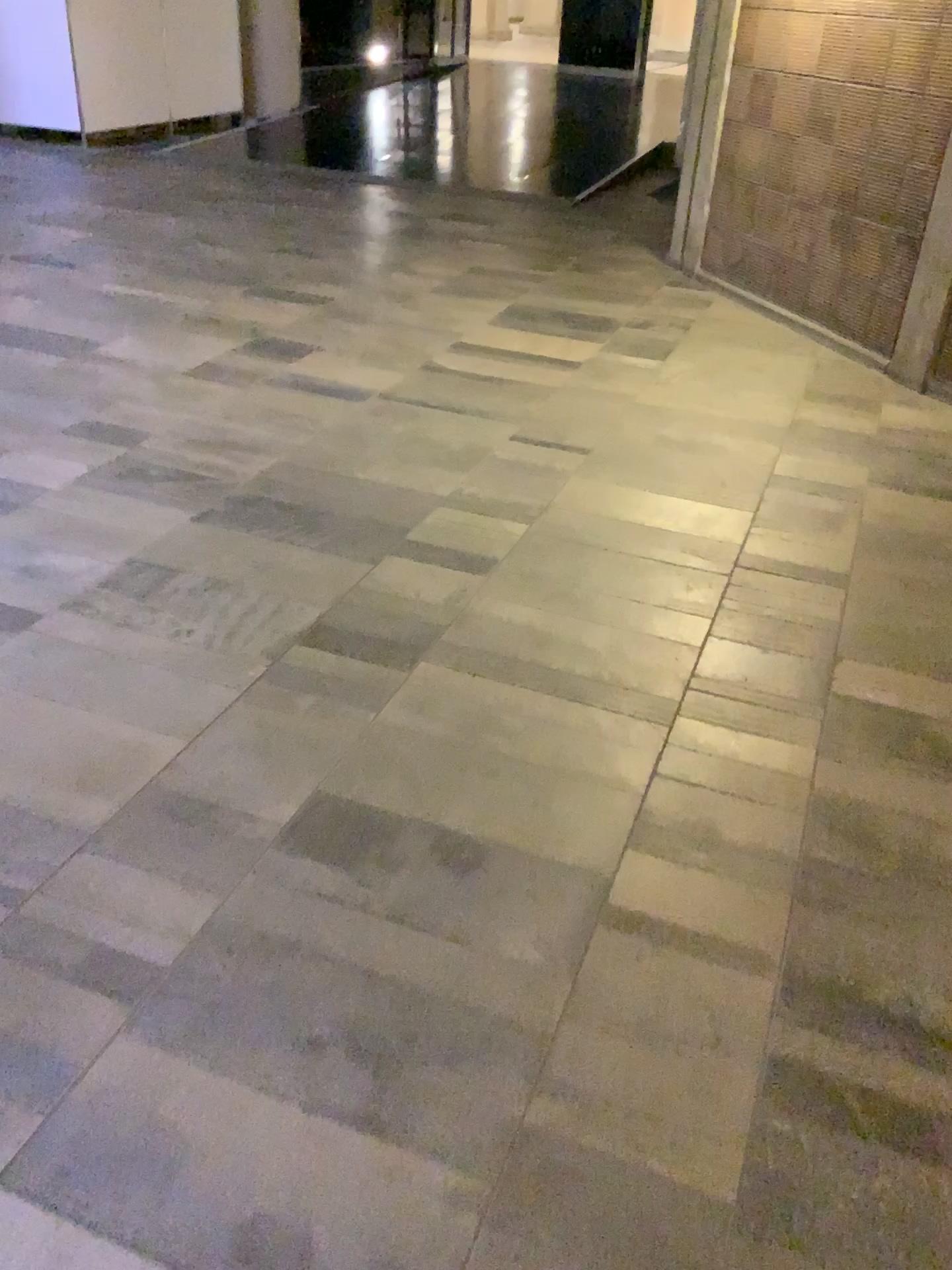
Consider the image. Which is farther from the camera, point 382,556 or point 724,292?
point 724,292
